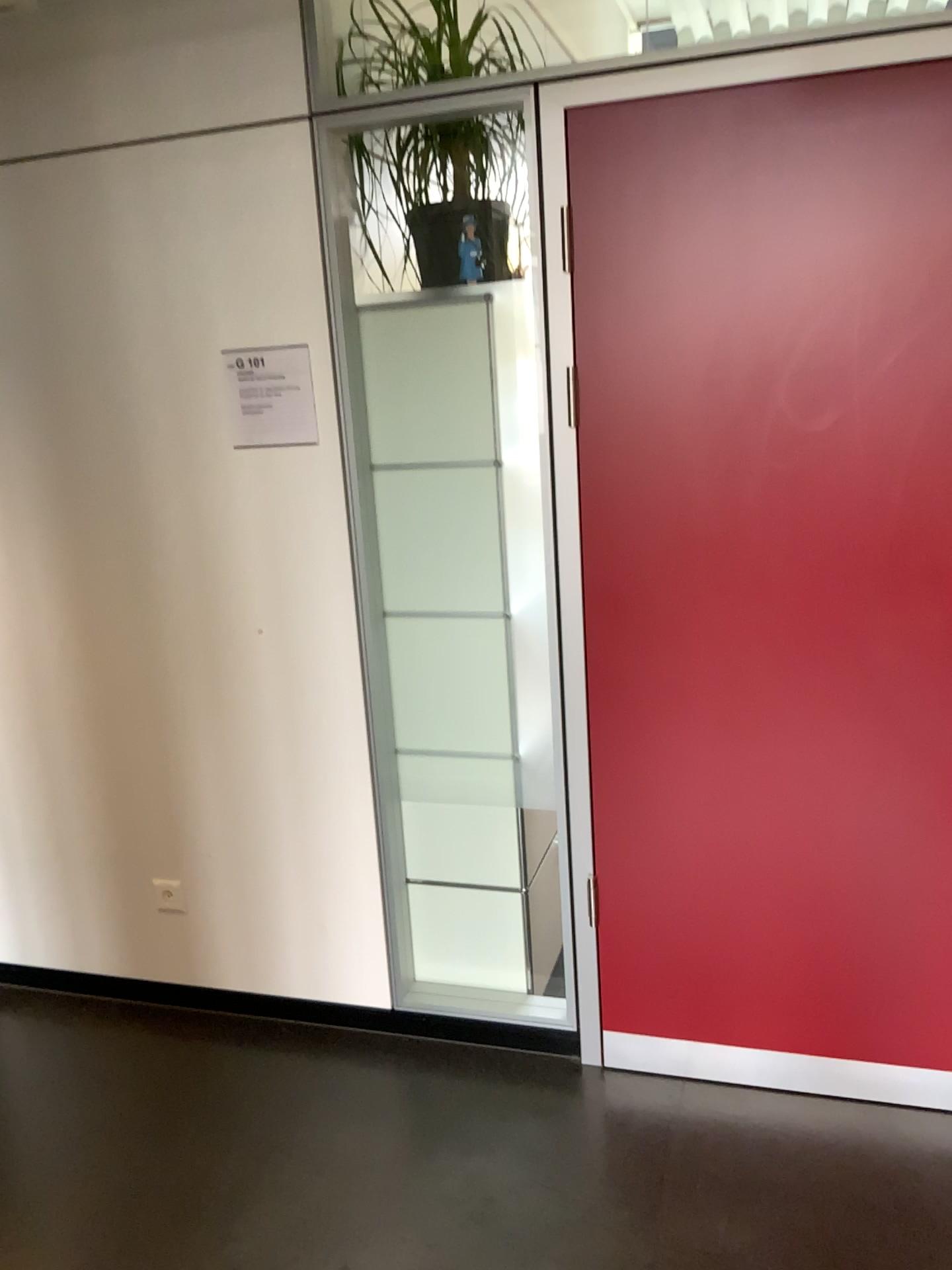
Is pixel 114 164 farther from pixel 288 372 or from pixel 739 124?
pixel 739 124

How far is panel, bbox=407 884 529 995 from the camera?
2.6m

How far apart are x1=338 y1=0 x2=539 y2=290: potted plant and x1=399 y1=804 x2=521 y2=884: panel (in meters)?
1.26

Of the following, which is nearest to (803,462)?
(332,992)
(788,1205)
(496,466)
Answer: (496,466)

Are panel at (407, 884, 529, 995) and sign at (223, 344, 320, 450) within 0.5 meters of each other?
no

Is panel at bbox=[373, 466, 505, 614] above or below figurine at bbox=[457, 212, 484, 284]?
below

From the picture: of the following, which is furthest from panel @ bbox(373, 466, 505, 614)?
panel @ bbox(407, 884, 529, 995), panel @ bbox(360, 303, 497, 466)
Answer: panel @ bbox(407, 884, 529, 995)

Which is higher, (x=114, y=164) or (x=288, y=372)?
(x=114, y=164)

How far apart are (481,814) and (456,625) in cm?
47

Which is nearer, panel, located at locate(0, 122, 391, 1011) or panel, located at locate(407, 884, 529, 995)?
panel, located at locate(0, 122, 391, 1011)
